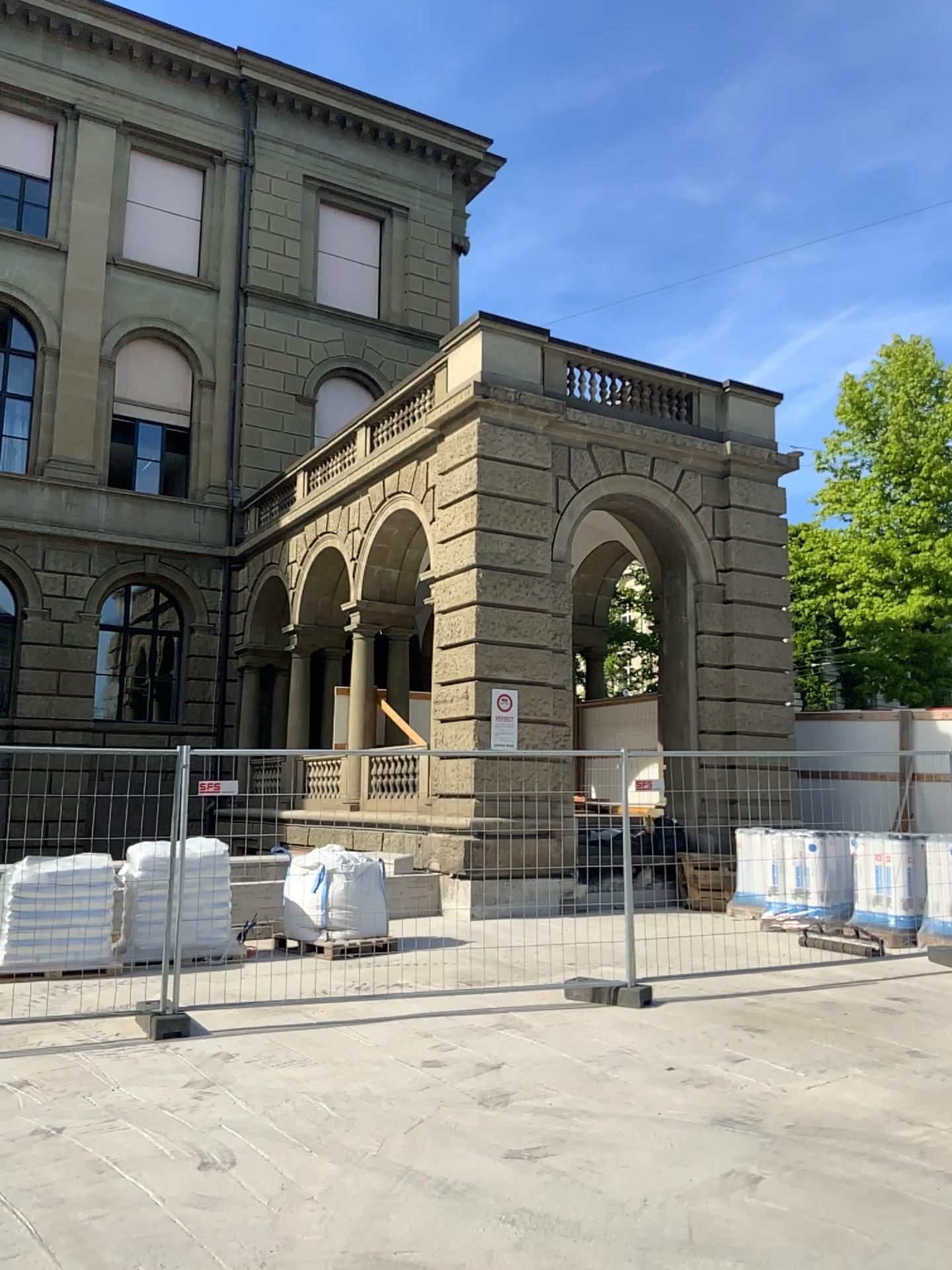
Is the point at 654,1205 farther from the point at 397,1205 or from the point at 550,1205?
the point at 397,1205
